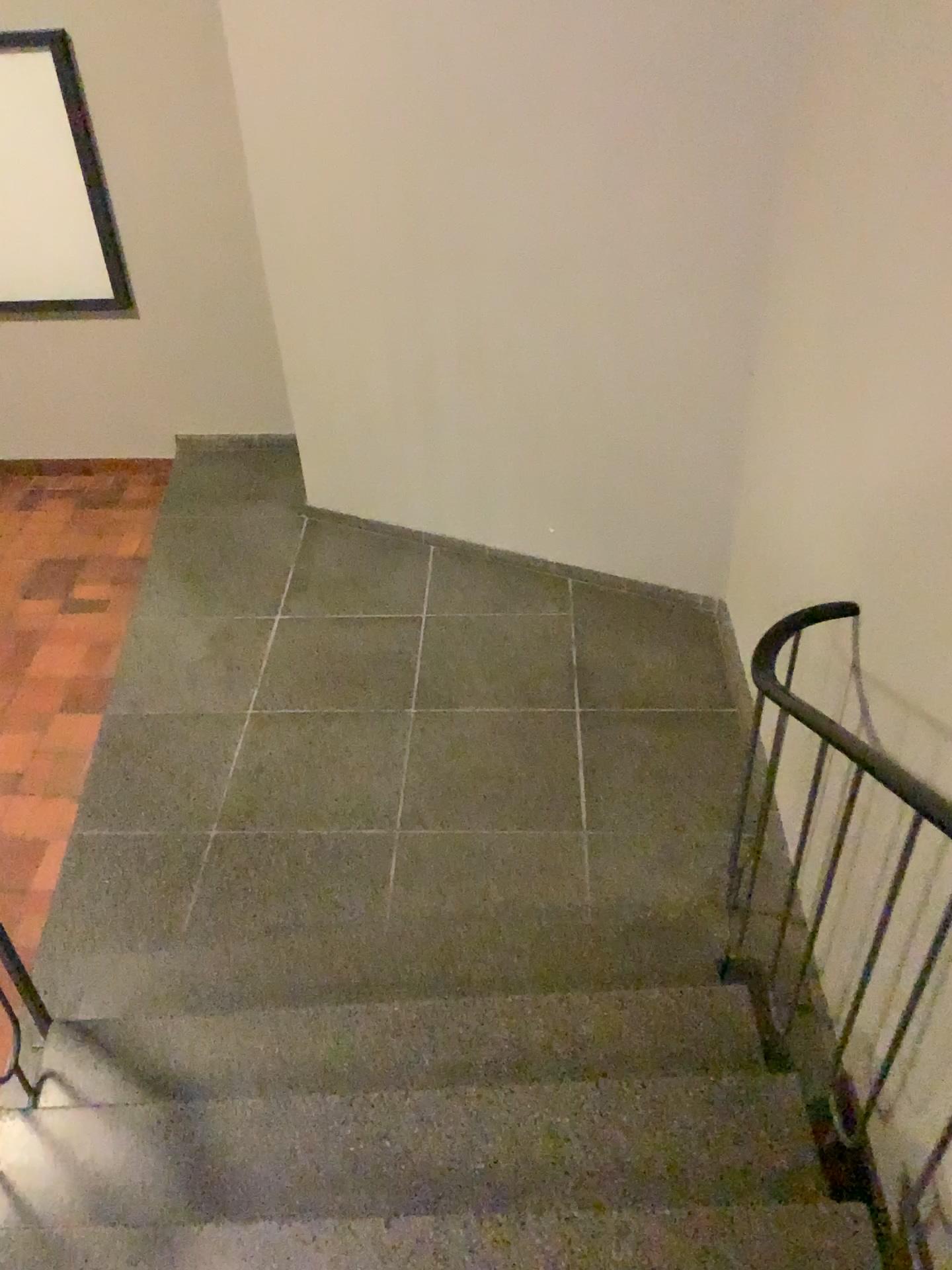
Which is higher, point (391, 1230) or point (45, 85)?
point (45, 85)

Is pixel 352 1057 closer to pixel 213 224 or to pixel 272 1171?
pixel 272 1171

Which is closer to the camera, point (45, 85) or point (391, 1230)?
point (391, 1230)

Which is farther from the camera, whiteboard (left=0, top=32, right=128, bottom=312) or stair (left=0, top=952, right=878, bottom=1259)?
whiteboard (left=0, top=32, right=128, bottom=312)
